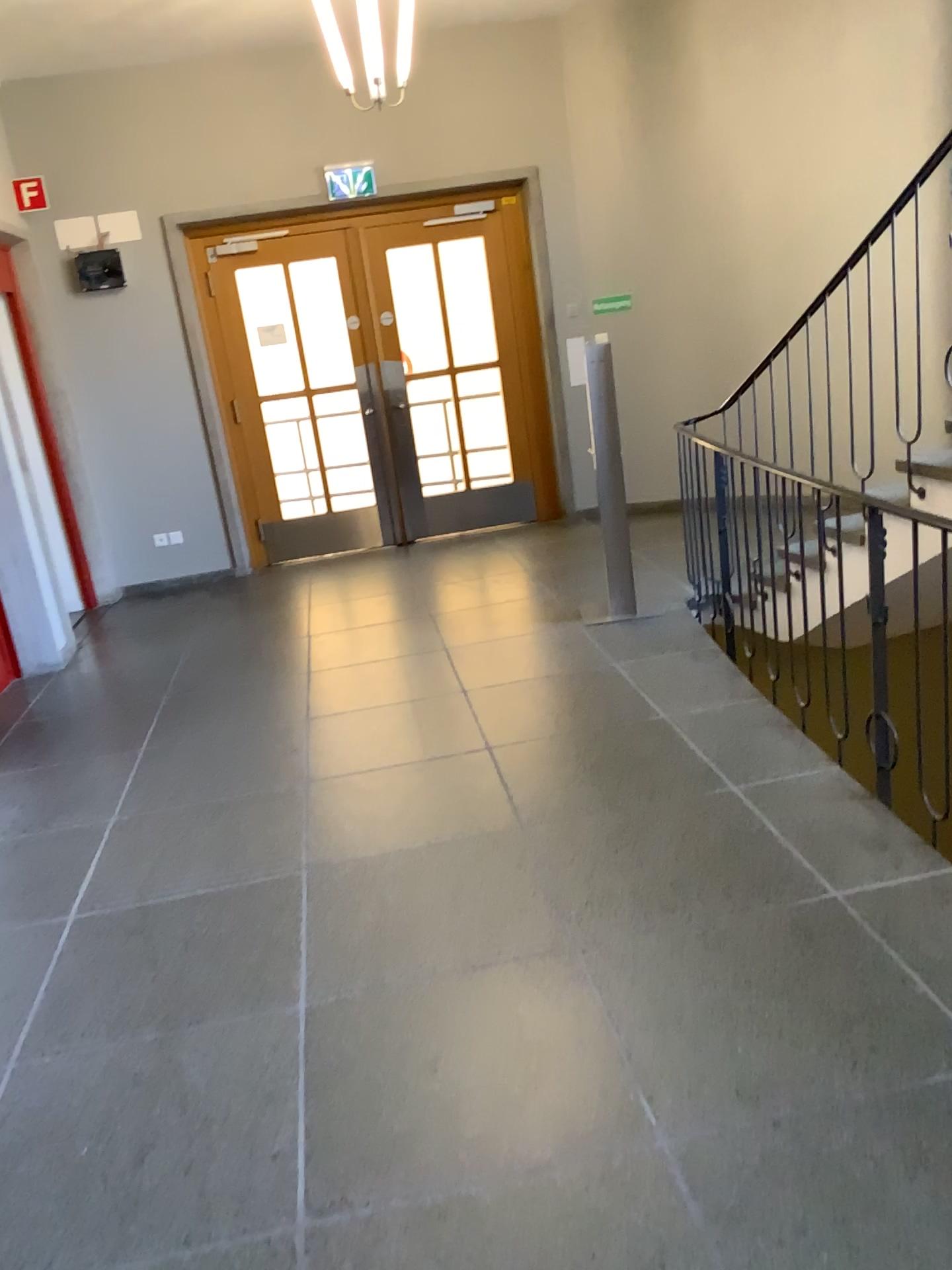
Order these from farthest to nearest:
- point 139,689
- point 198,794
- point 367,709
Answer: point 139,689 < point 367,709 < point 198,794
